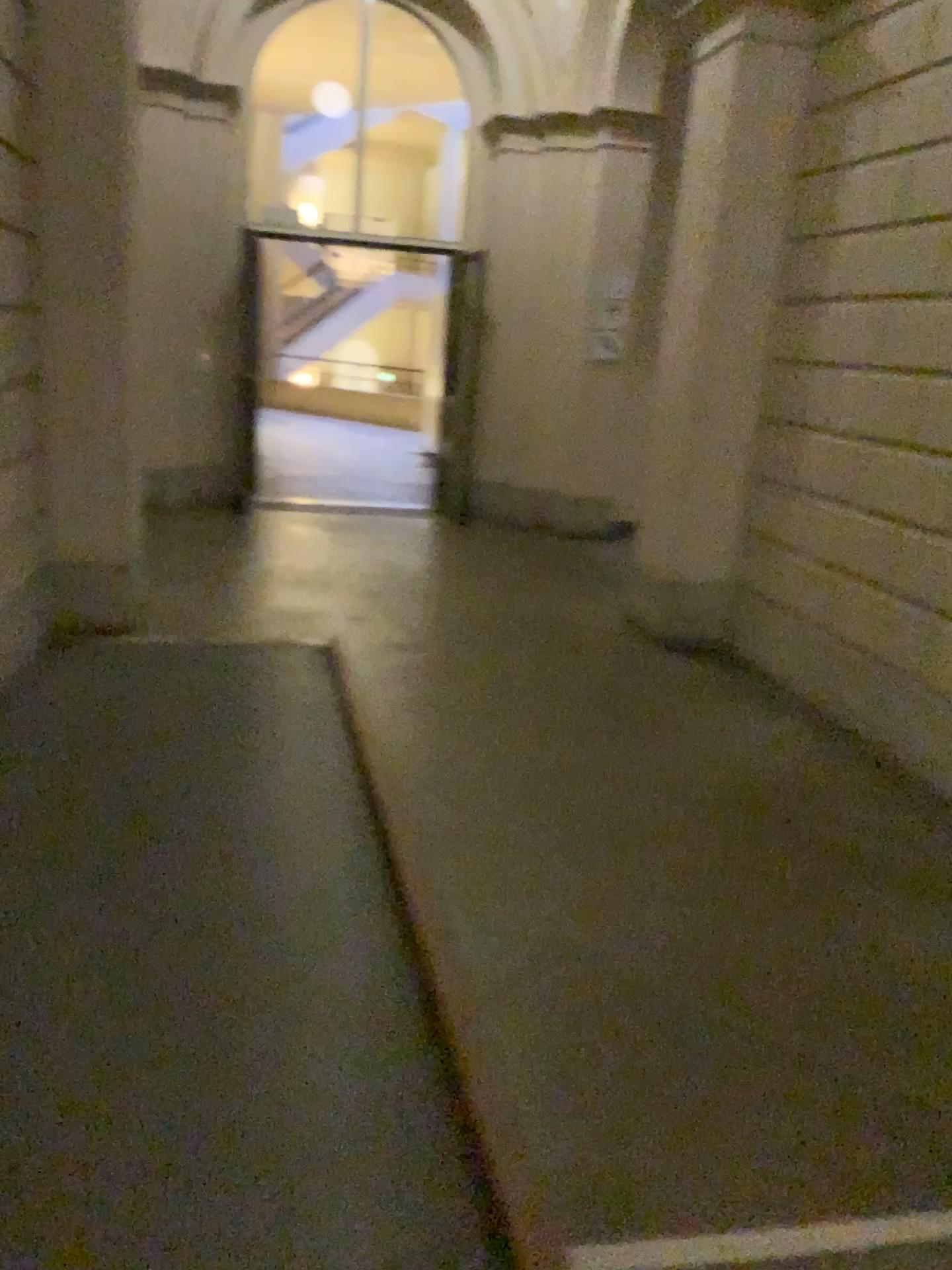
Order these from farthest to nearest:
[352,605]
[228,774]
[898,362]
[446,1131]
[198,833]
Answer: [352,605] < [898,362] < [228,774] < [198,833] < [446,1131]
